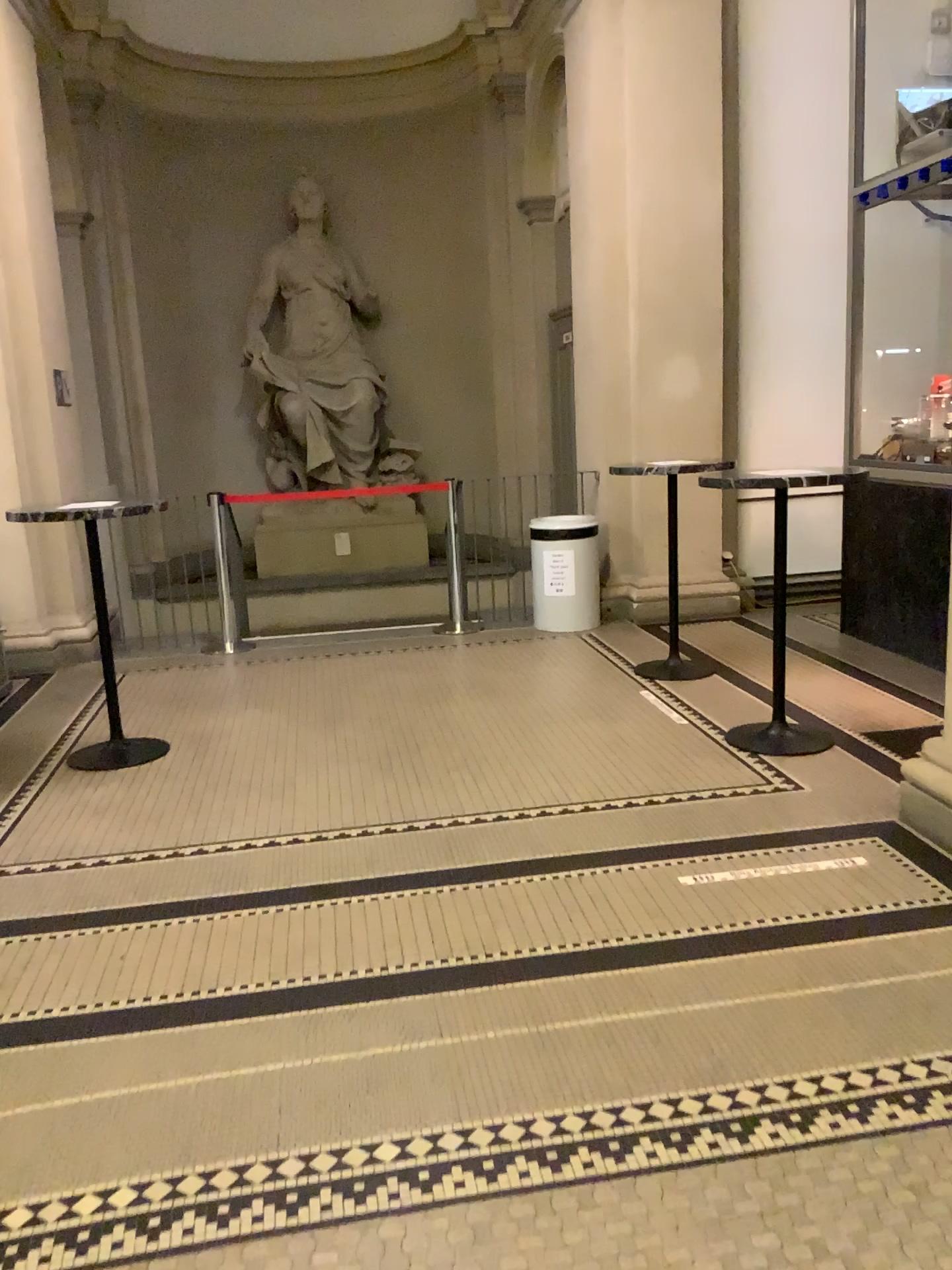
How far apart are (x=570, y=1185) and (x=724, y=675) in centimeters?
371cm
